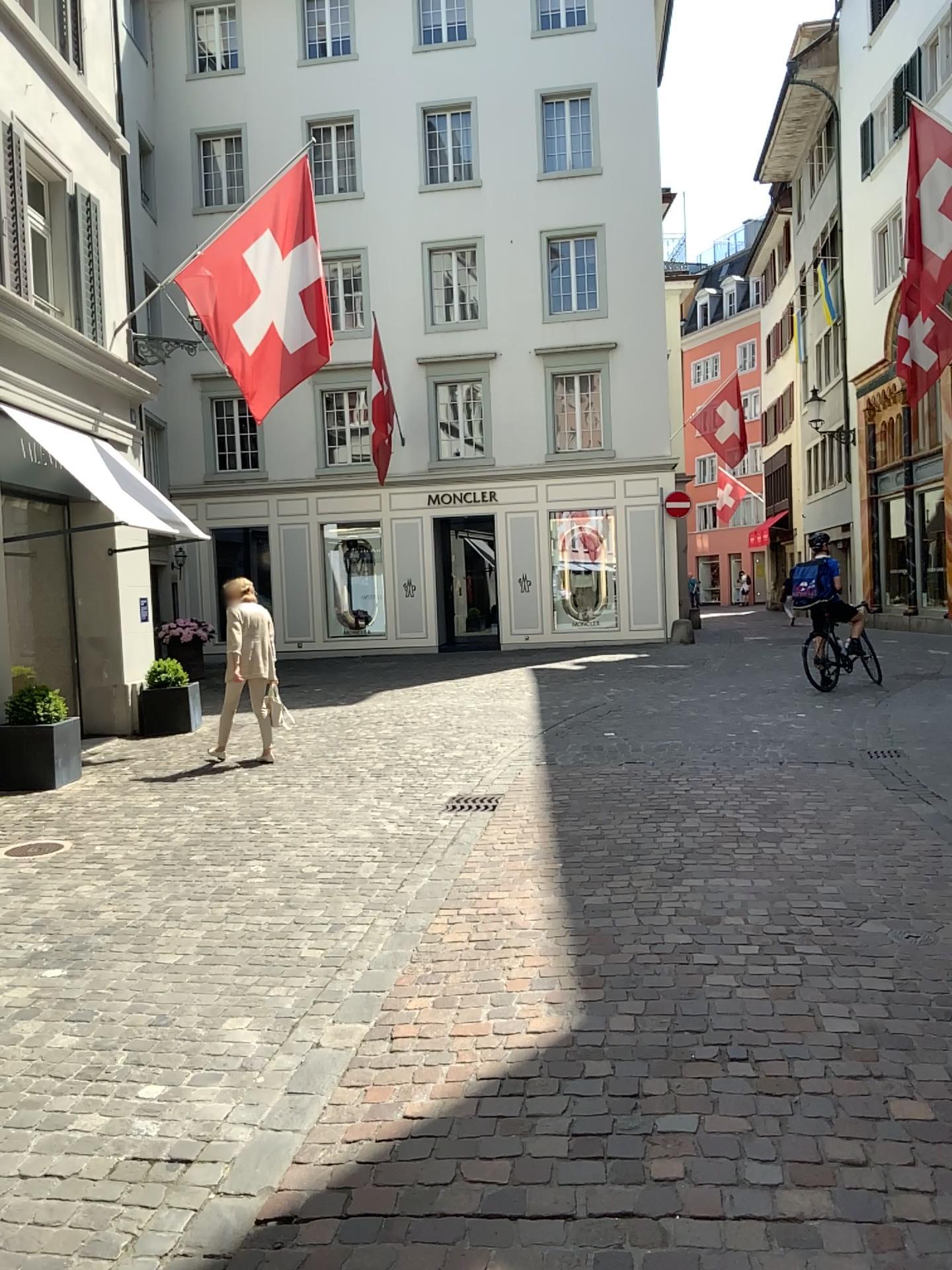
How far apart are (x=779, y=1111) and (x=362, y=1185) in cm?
114
